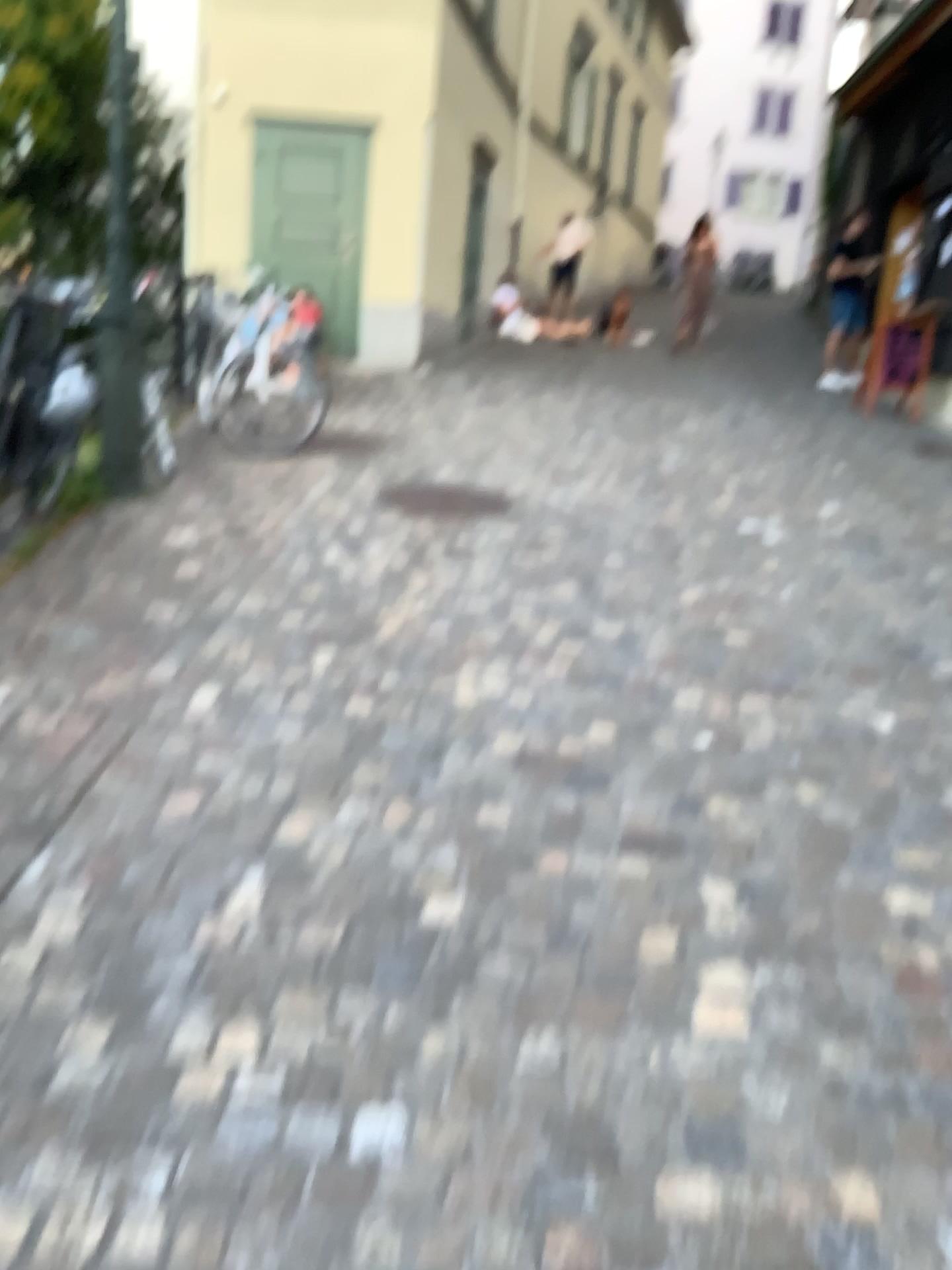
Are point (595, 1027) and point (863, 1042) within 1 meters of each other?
yes
